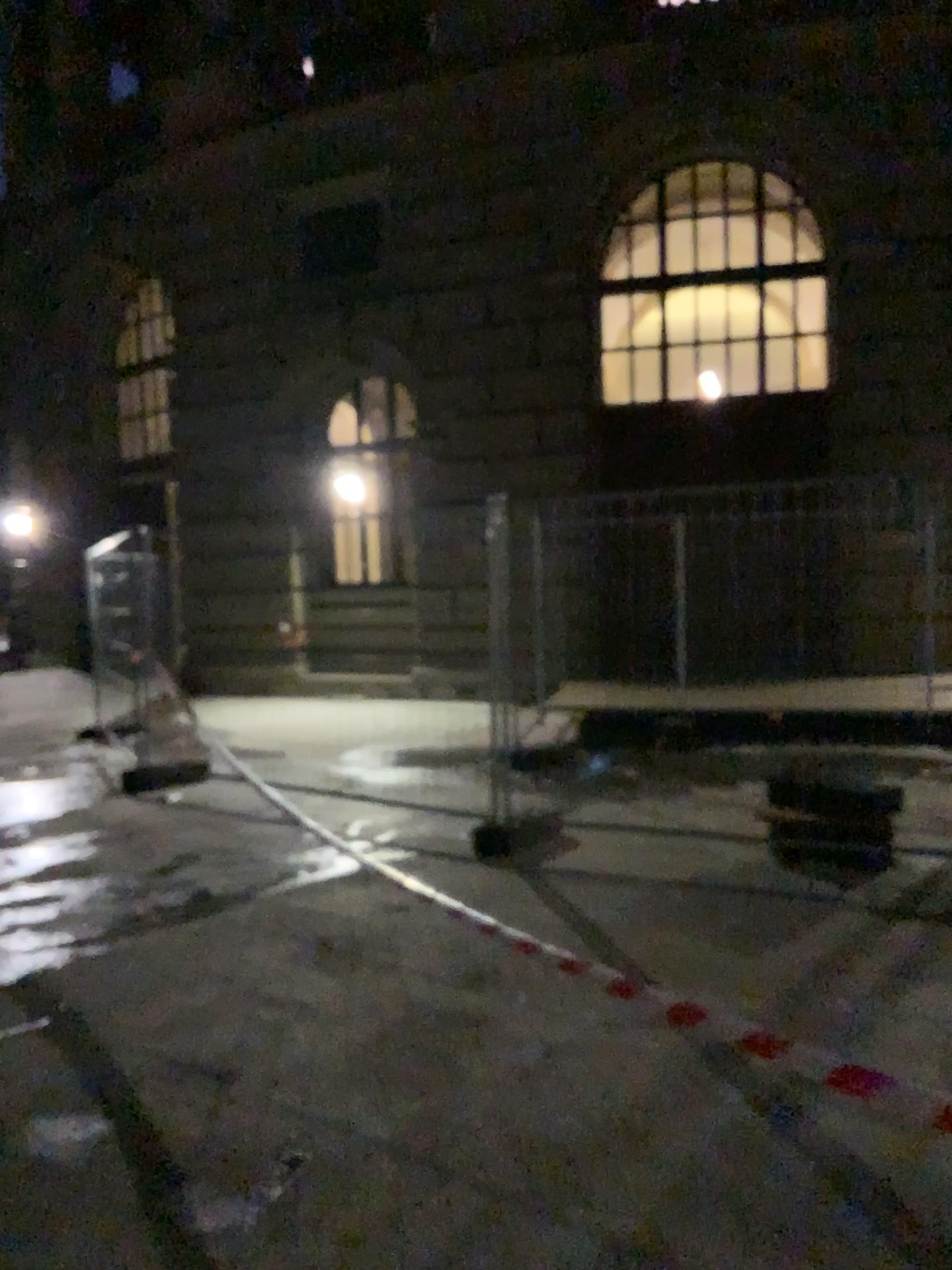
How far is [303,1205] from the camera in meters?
2.5 m
